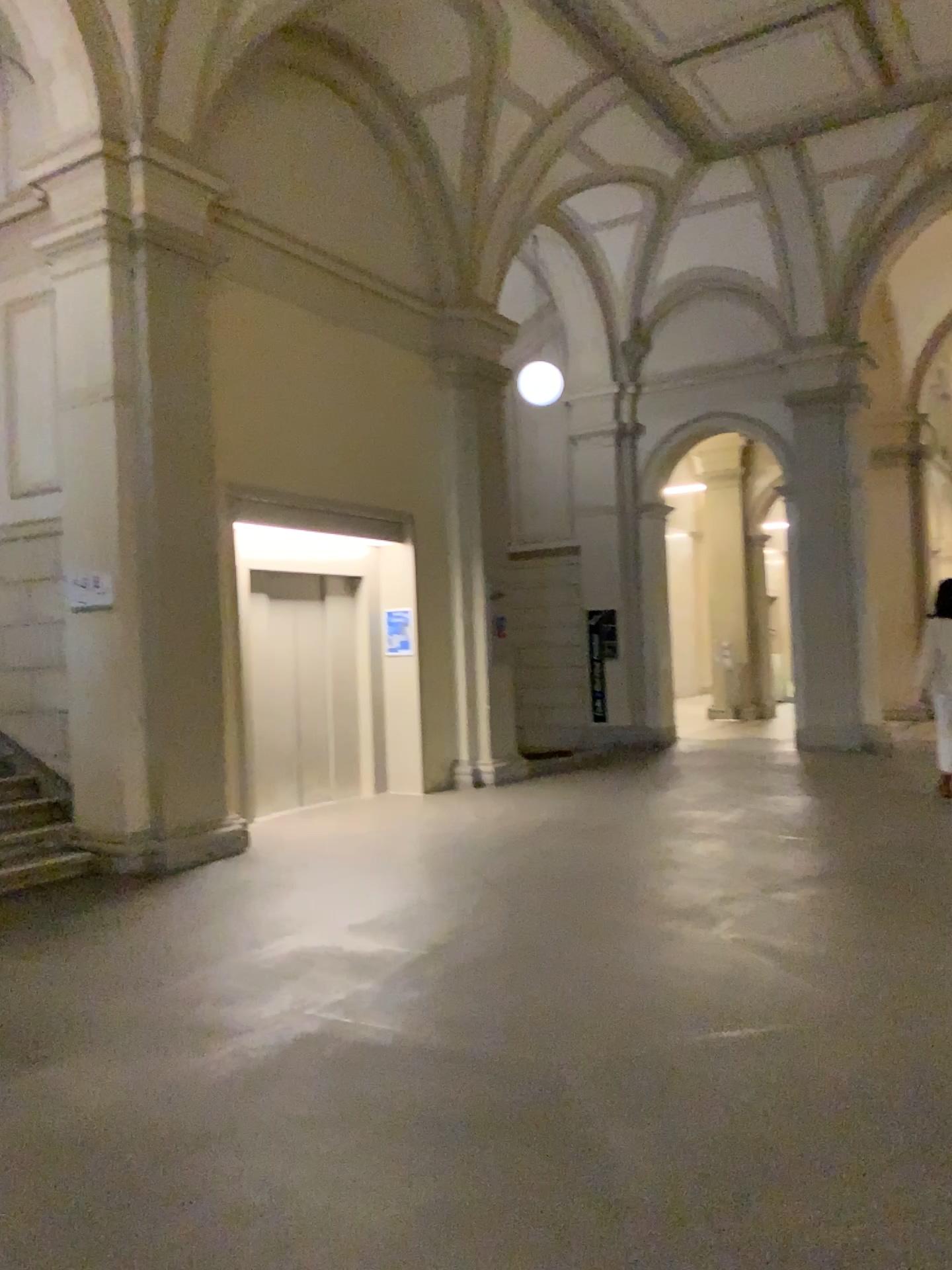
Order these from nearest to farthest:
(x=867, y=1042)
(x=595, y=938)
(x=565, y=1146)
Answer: (x=565, y=1146)
(x=867, y=1042)
(x=595, y=938)
